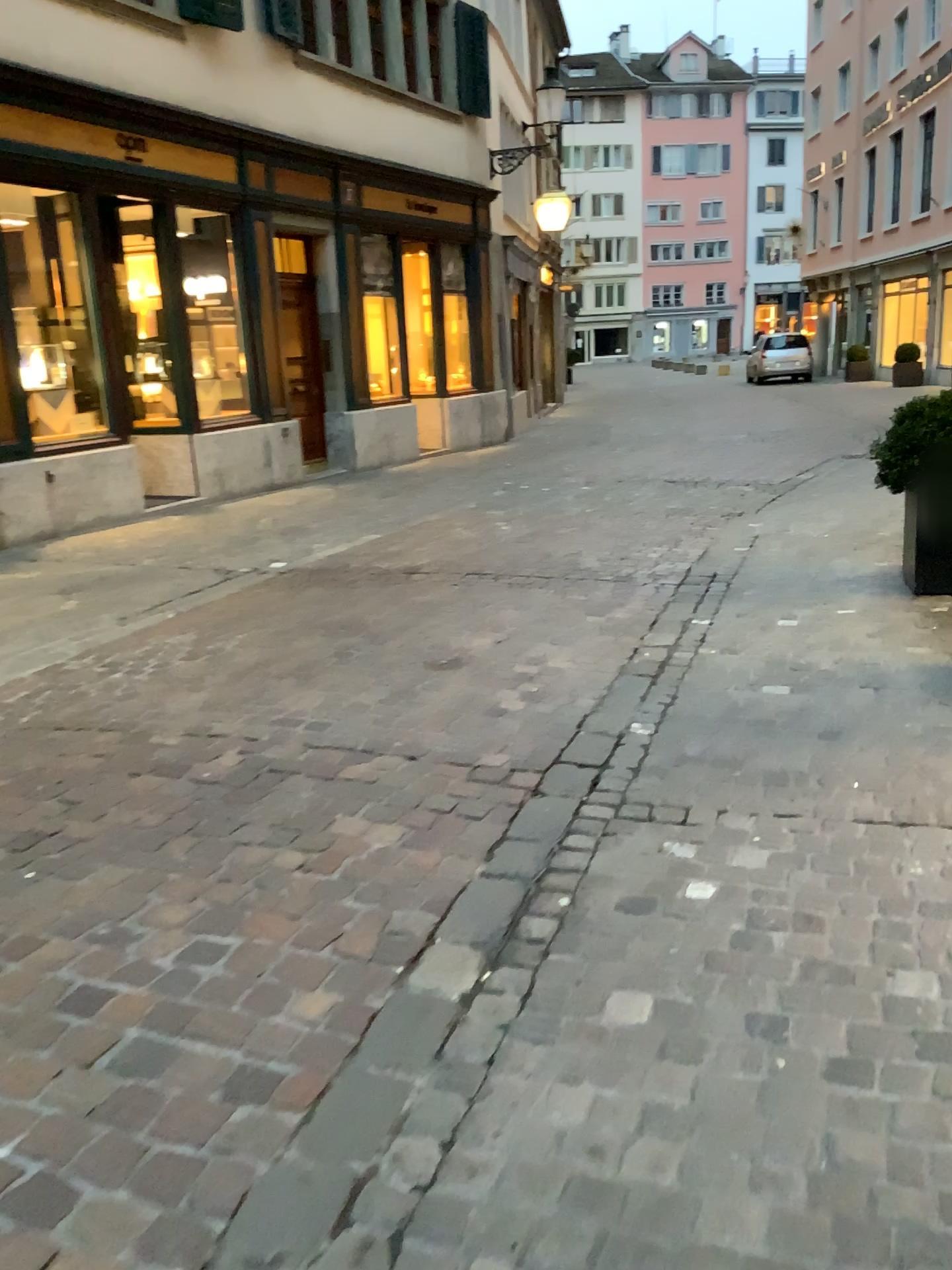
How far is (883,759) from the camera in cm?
327
